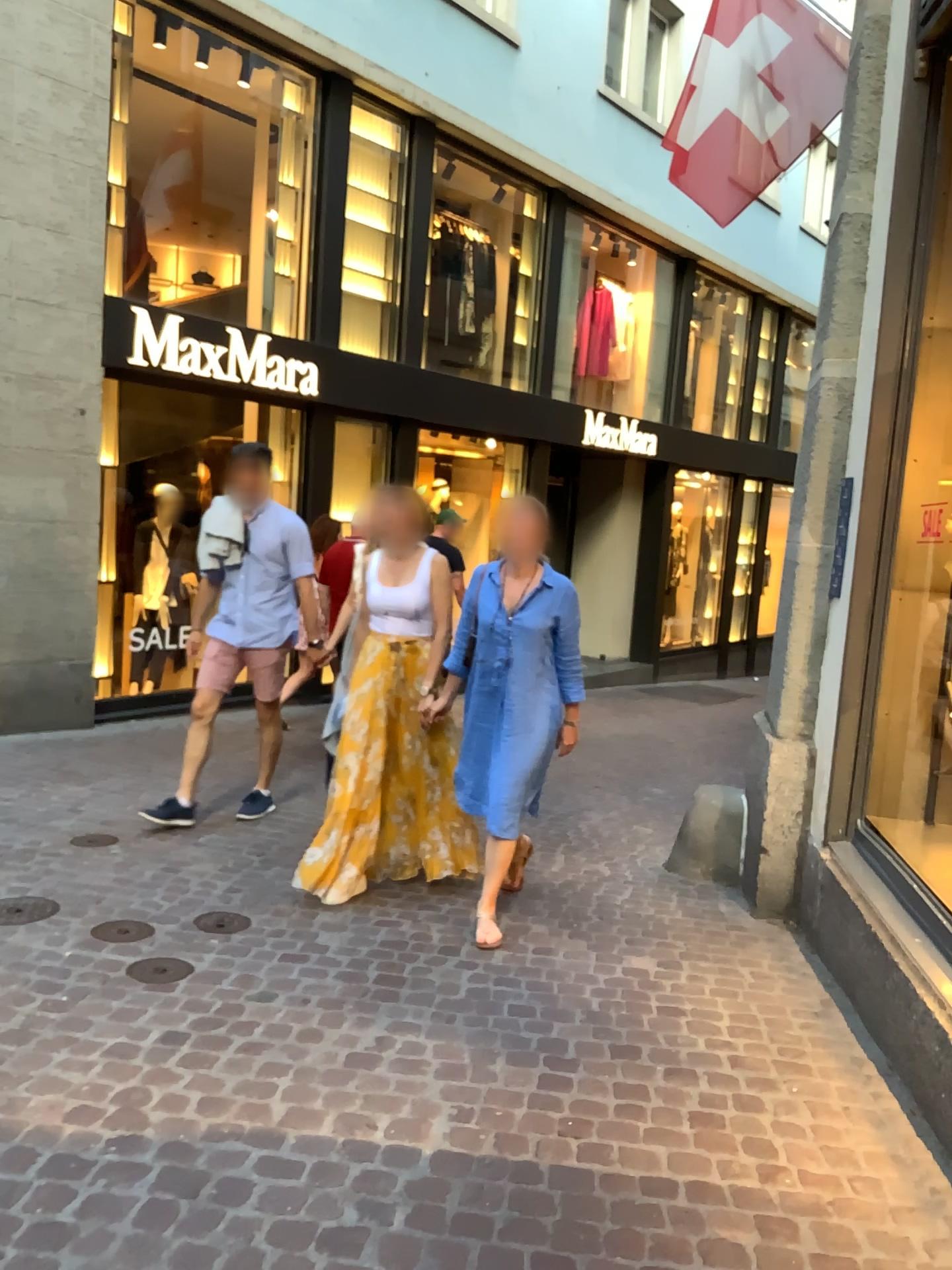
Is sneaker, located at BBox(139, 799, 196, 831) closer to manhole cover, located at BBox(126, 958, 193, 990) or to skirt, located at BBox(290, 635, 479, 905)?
skirt, located at BBox(290, 635, 479, 905)

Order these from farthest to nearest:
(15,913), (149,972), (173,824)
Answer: (173,824) → (15,913) → (149,972)

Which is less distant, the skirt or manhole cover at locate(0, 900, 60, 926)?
manhole cover at locate(0, 900, 60, 926)

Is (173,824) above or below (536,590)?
below

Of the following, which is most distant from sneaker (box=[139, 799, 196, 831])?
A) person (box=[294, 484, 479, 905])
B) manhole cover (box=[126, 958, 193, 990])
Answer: manhole cover (box=[126, 958, 193, 990])

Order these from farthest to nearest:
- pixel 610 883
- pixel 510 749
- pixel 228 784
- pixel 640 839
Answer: pixel 228 784
pixel 640 839
pixel 610 883
pixel 510 749

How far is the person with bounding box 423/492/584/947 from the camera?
3.88m

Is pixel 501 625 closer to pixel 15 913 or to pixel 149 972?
pixel 149 972

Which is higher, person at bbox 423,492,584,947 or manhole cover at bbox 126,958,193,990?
person at bbox 423,492,584,947

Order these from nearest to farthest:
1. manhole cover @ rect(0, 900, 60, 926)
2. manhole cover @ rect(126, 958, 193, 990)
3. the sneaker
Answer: Result: manhole cover @ rect(126, 958, 193, 990), manhole cover @ rect(0, 900, 60, 926), the sneaker
